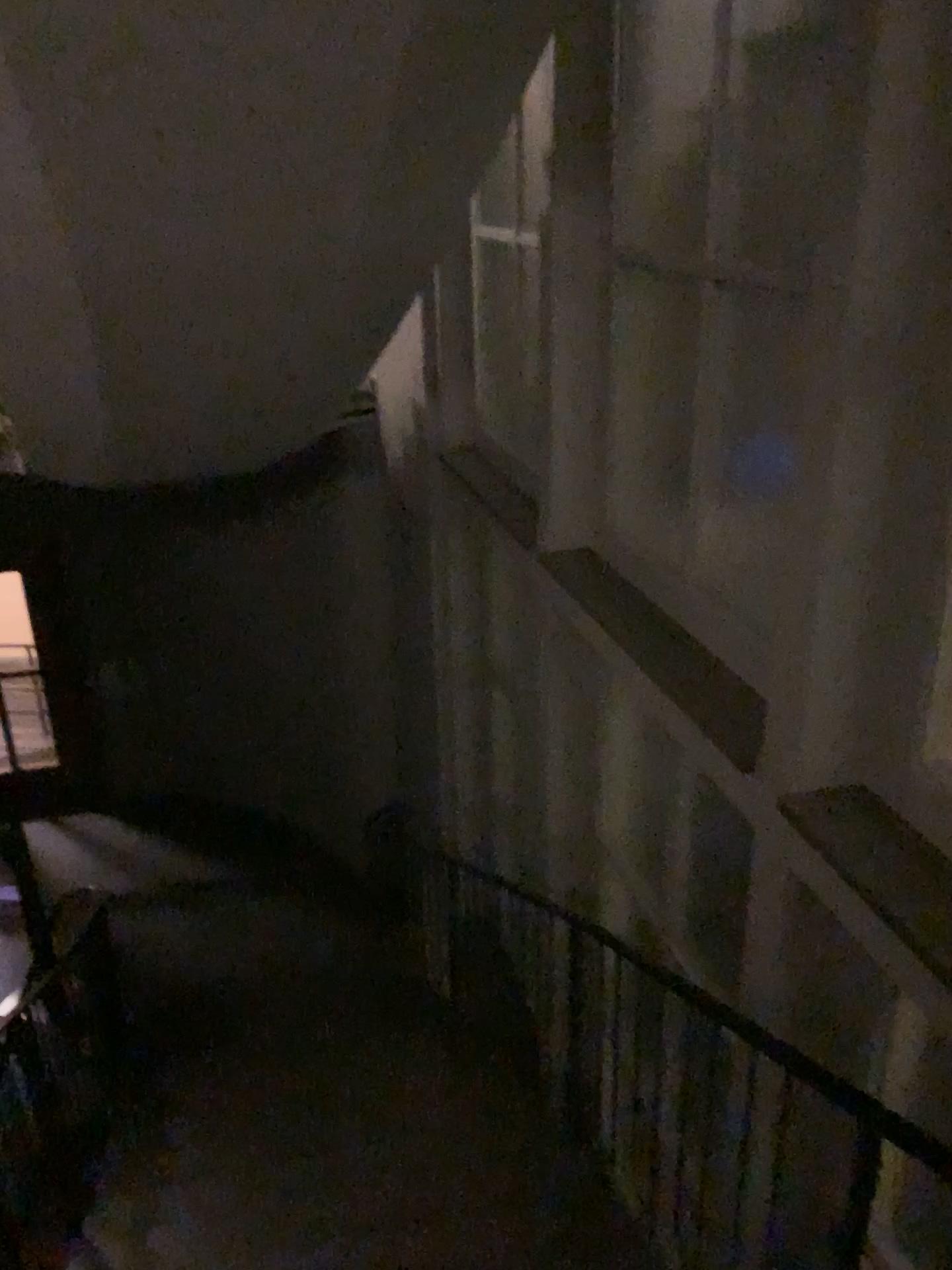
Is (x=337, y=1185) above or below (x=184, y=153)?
below
